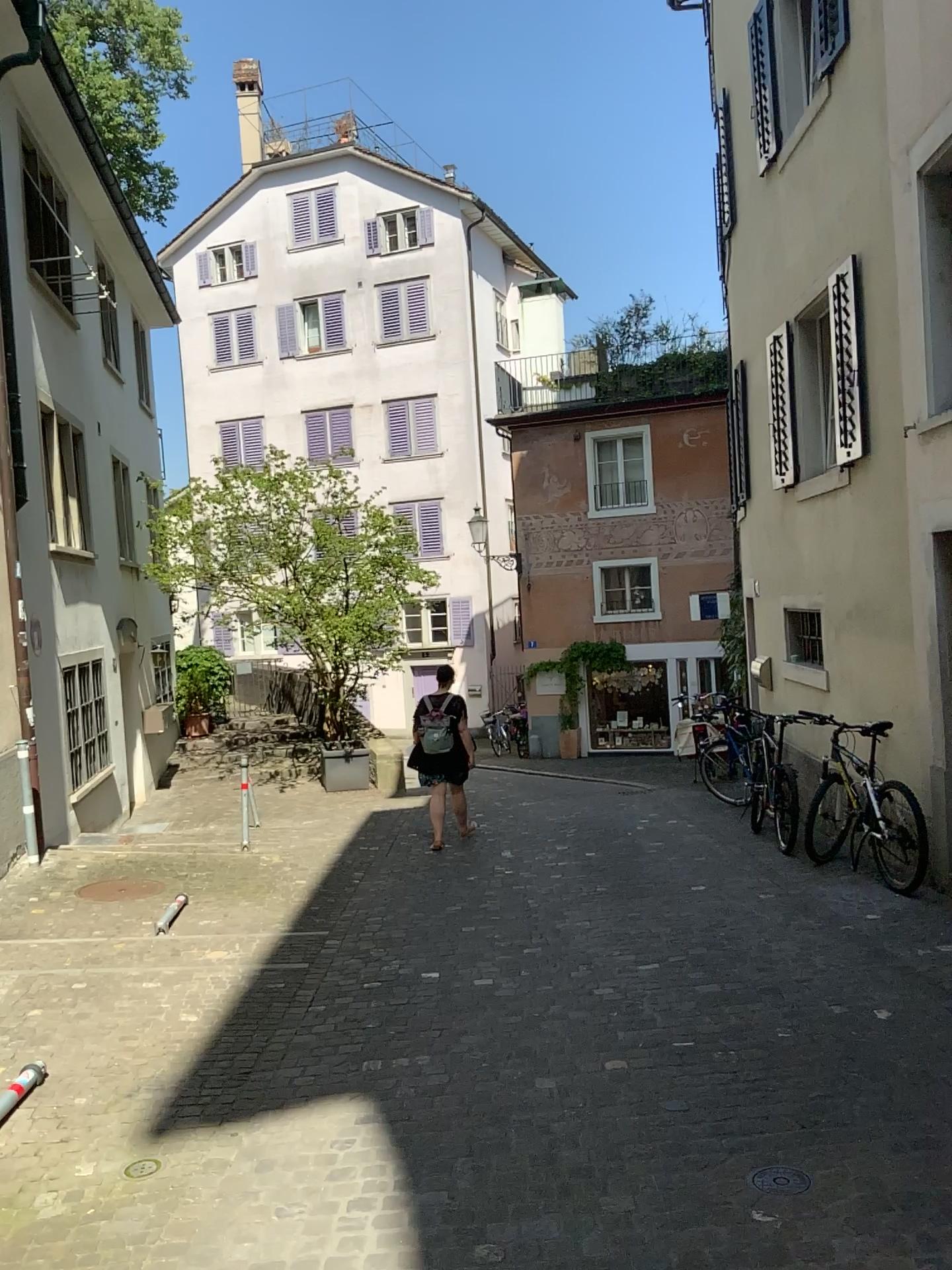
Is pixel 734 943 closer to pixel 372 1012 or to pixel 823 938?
pixel 823 938
